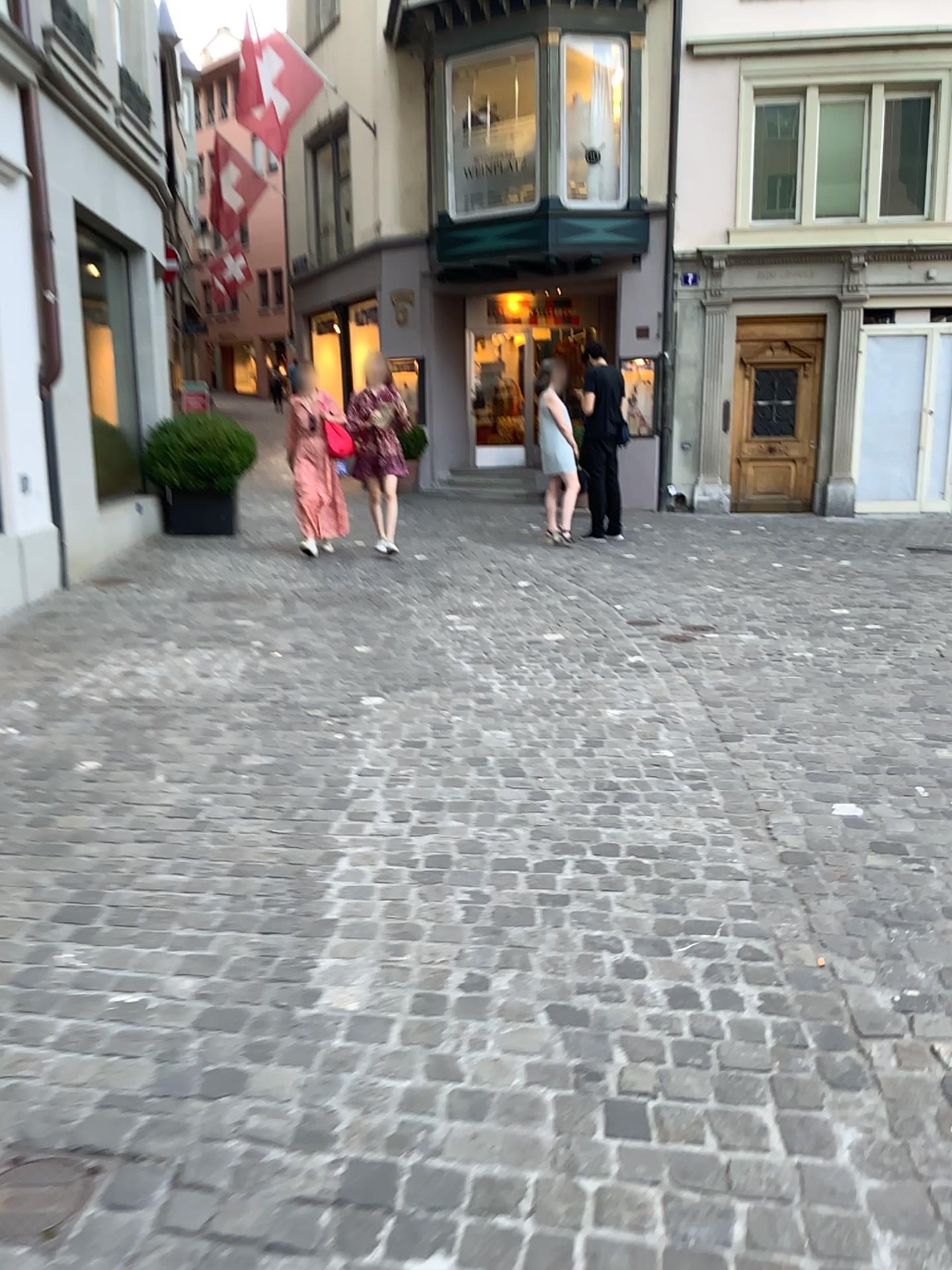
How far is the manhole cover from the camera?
1.64m

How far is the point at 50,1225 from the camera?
1.6 meters

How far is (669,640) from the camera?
5.7m
